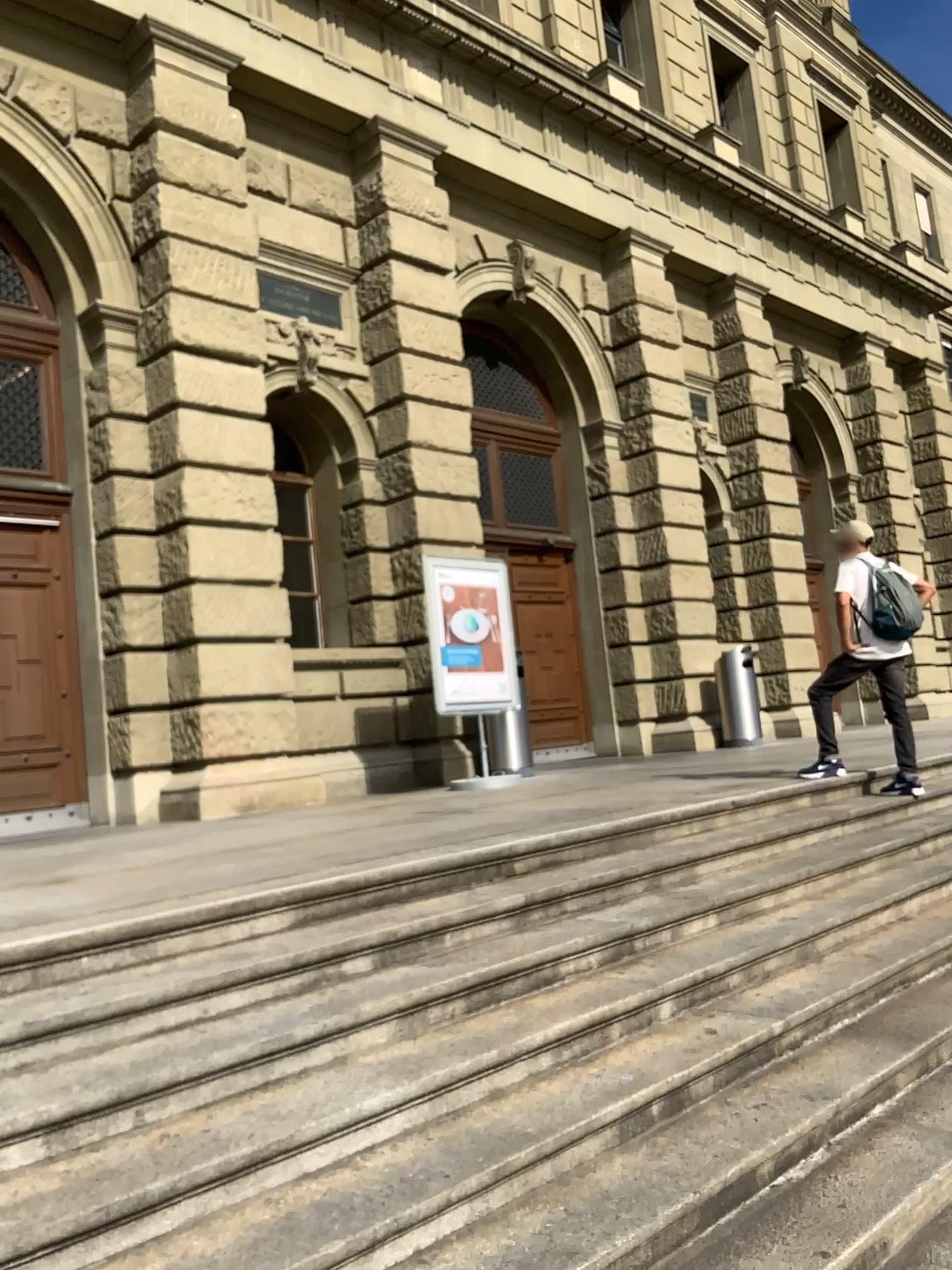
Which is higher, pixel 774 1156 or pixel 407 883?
pixel 407 883
